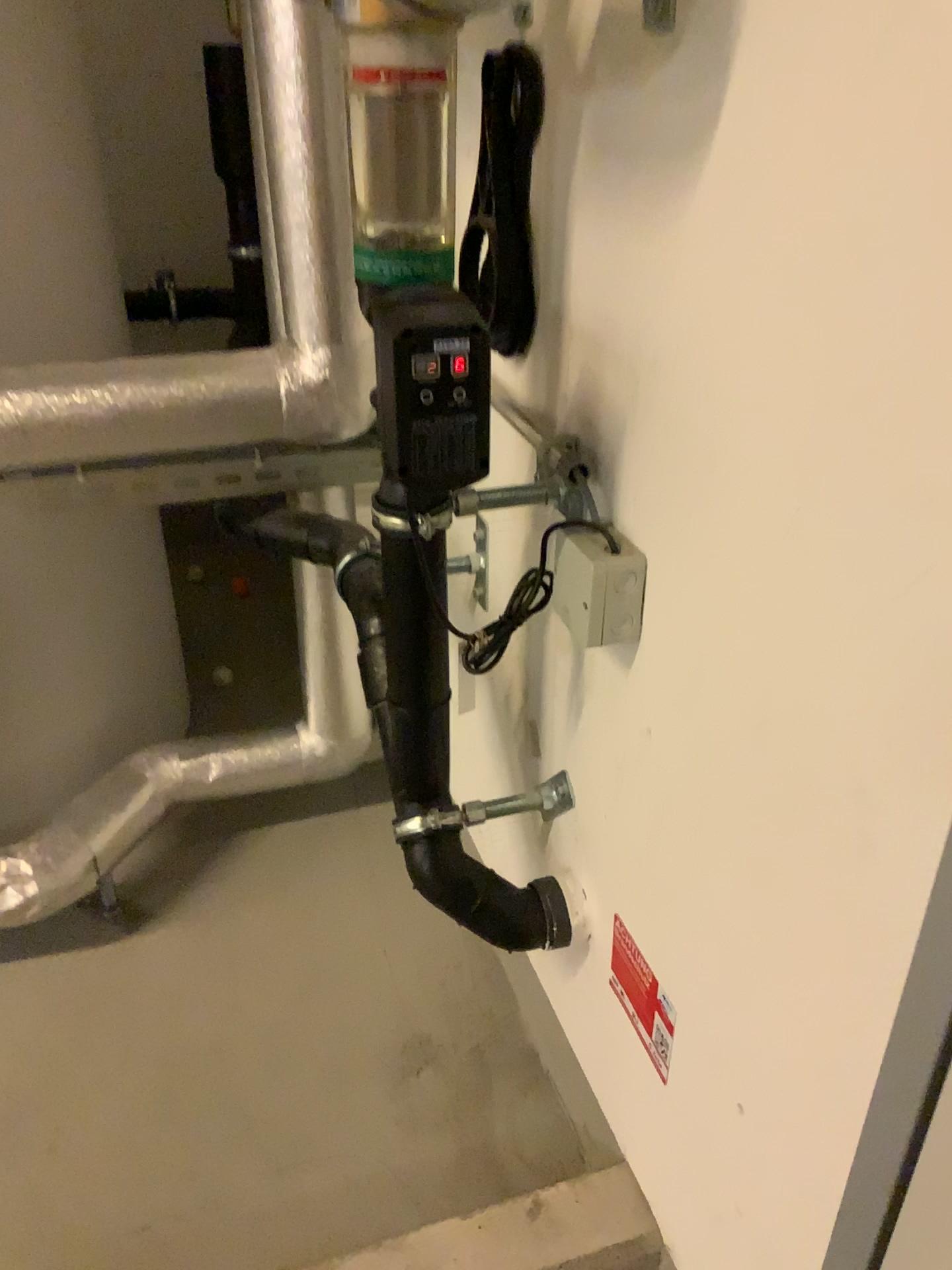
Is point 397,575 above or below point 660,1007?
above

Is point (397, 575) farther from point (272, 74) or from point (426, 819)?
point (272, 74)

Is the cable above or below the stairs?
above

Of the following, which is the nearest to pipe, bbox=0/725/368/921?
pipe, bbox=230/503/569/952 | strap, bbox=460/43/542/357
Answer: pipe, bbox=230/503/569/952

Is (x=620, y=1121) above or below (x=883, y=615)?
below

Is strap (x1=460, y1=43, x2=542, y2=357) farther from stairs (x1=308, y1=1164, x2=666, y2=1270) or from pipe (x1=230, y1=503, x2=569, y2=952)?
stairs (x1=308, y1=1164, x2=666, y2=1270)

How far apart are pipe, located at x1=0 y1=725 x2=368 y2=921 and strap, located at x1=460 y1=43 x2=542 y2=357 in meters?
0.8

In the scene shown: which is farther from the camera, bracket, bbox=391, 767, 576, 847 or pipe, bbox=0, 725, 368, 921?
pipe, bbox=0, 725, 368, 921

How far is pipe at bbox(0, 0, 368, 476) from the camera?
1.1m

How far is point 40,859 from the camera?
1.4 meters
